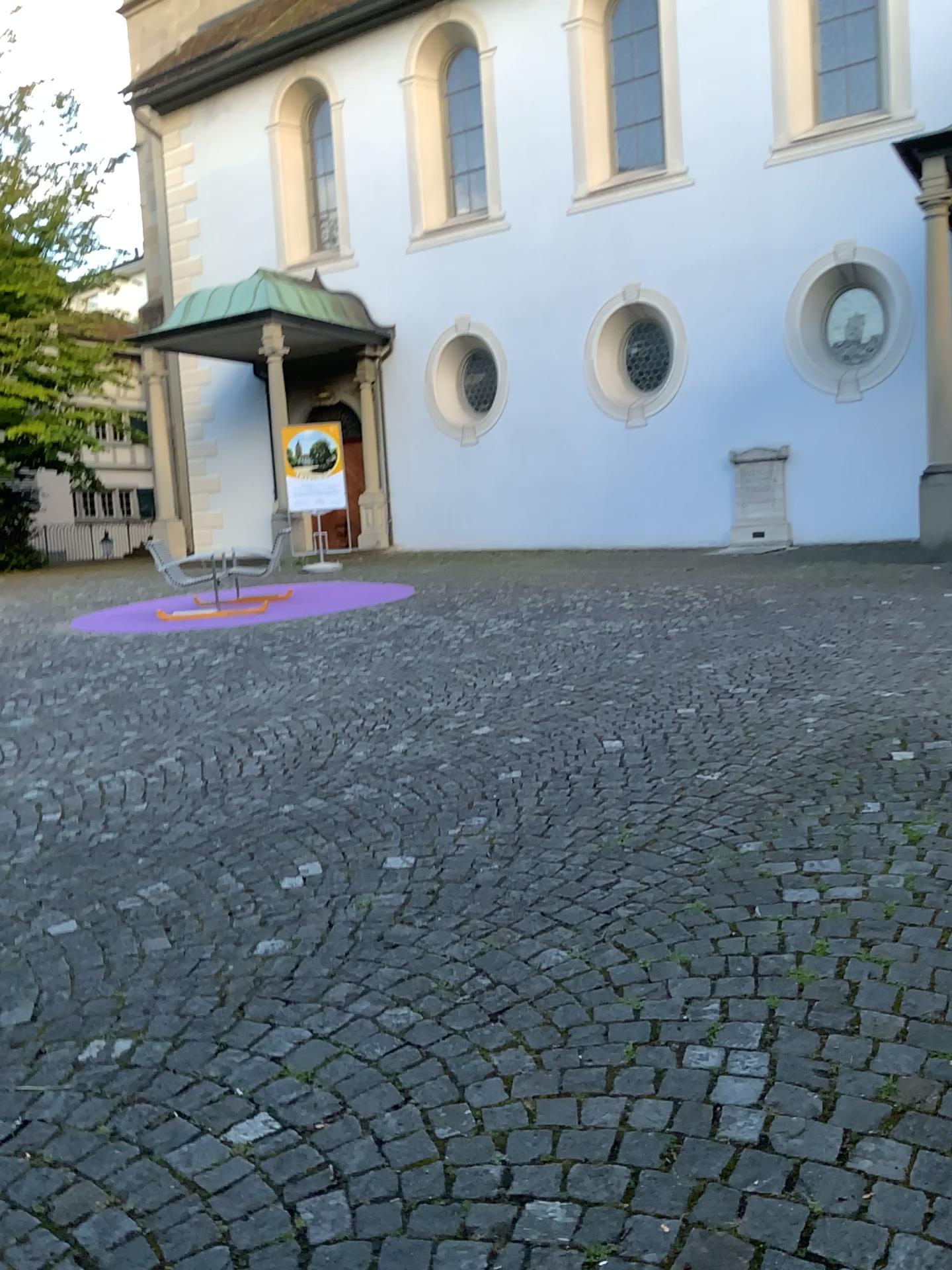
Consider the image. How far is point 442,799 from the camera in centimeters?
417cm
